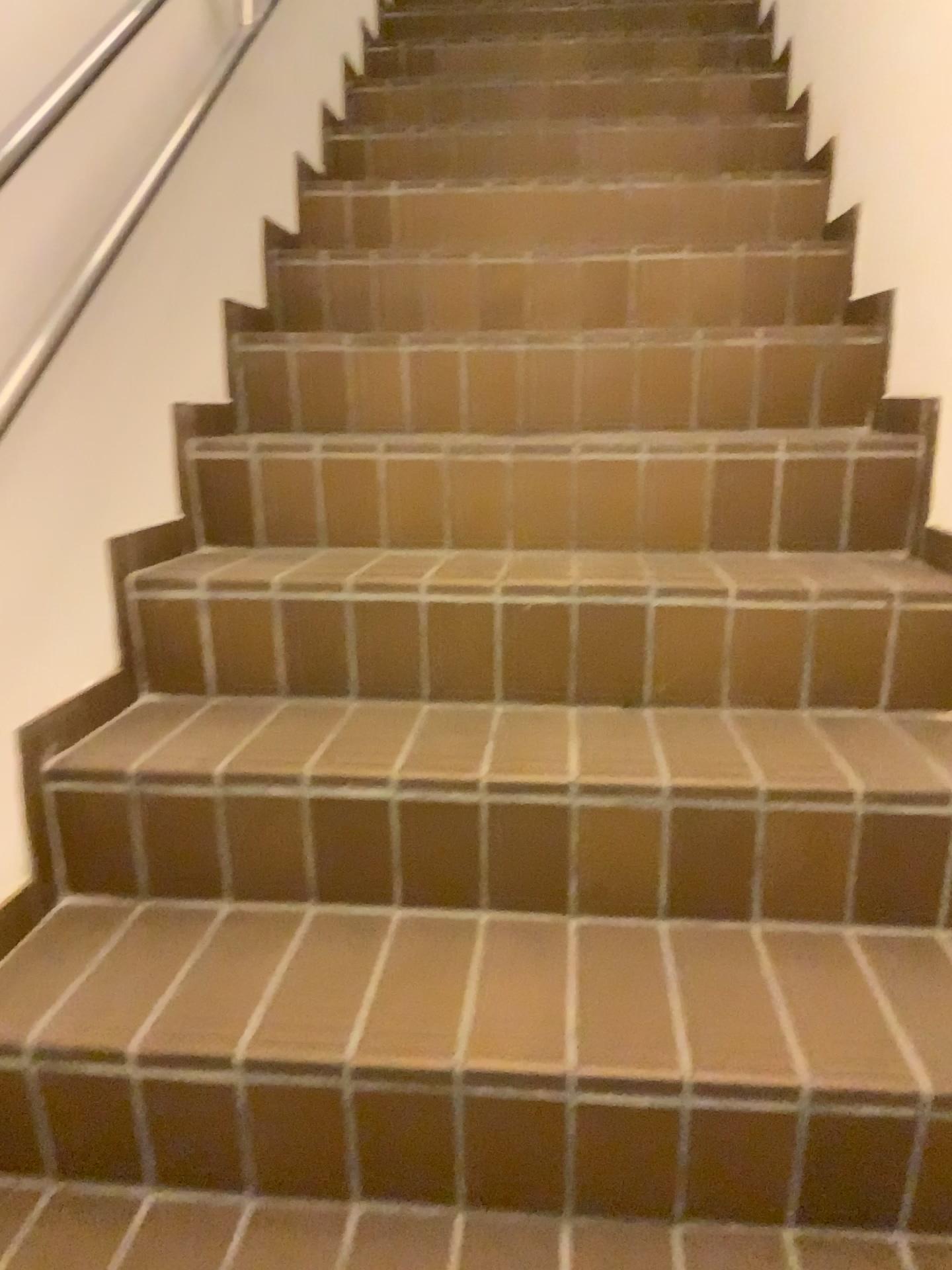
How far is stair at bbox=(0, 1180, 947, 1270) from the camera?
1.01m

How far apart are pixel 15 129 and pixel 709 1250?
1.4m

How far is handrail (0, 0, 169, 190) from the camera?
1.2m

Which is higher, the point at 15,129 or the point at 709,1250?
the point at 15,129

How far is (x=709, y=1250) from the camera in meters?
1.0

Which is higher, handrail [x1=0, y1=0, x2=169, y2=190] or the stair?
handrail [x1=0, y1=0, x2=169, y2=190]

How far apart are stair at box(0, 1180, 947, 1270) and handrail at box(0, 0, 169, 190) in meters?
1.1

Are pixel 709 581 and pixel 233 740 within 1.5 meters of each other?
yes
